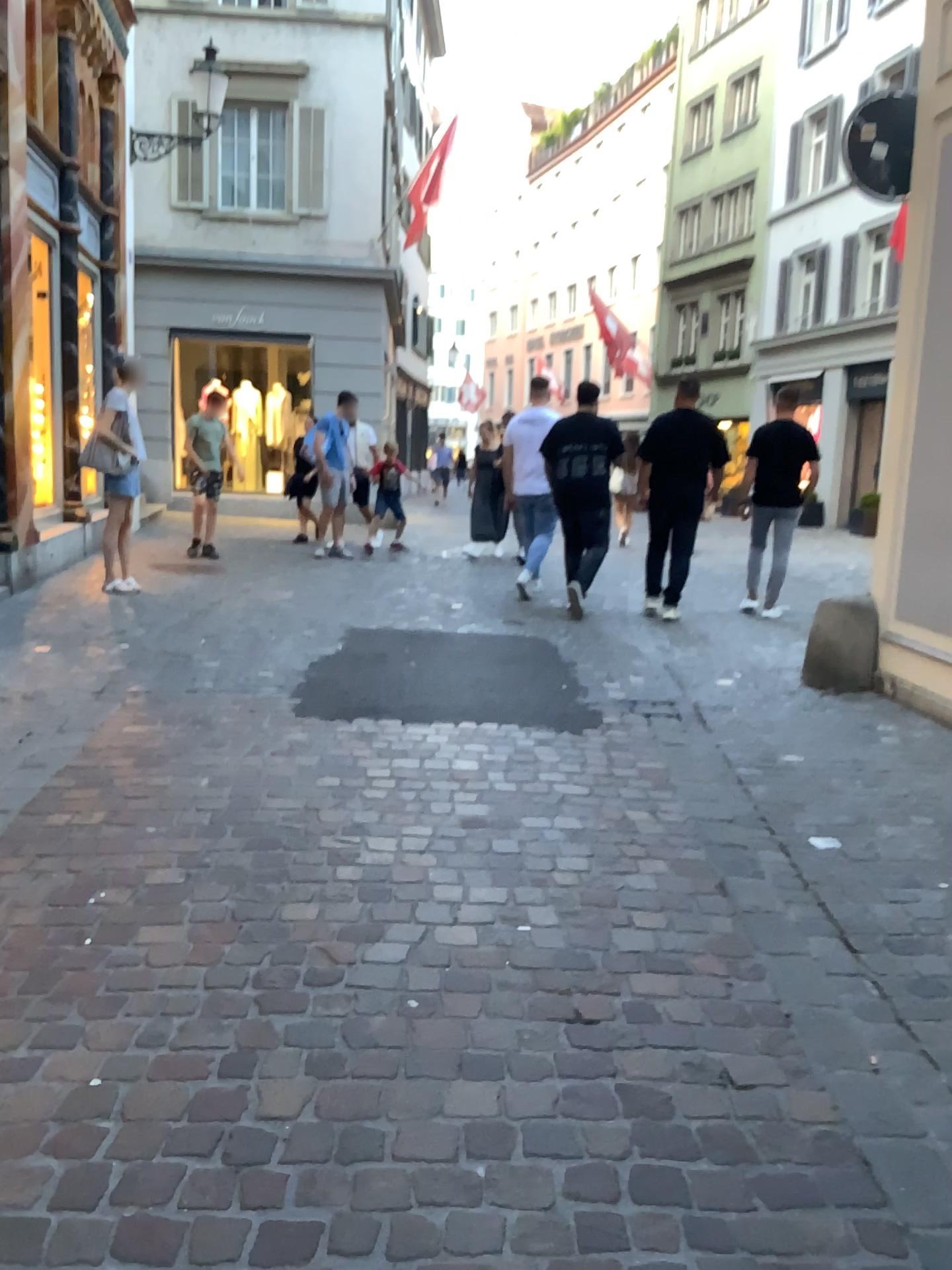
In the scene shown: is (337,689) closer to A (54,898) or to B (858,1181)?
A (54,898)
